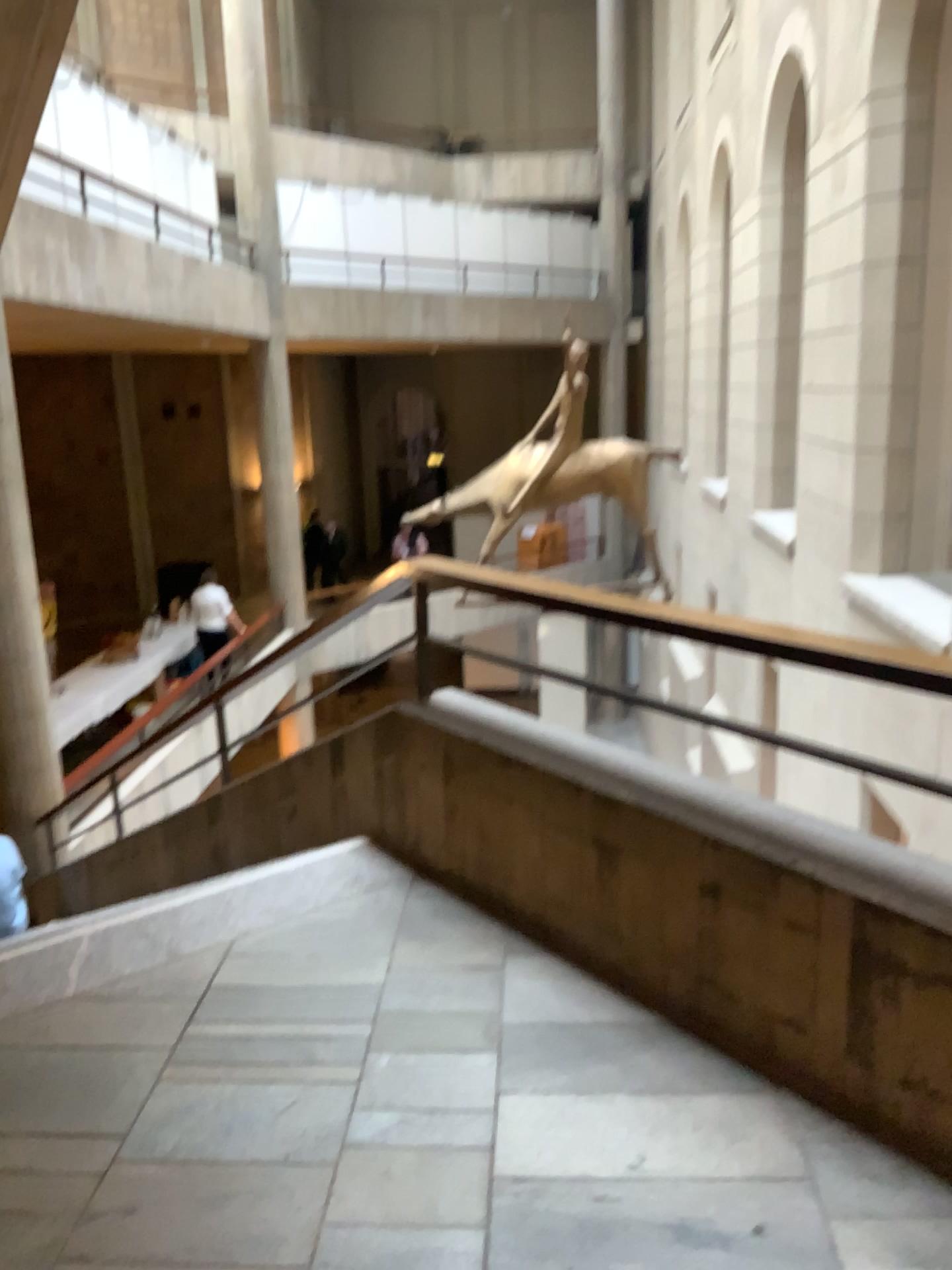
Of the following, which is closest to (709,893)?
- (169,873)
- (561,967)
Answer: (561,967)
